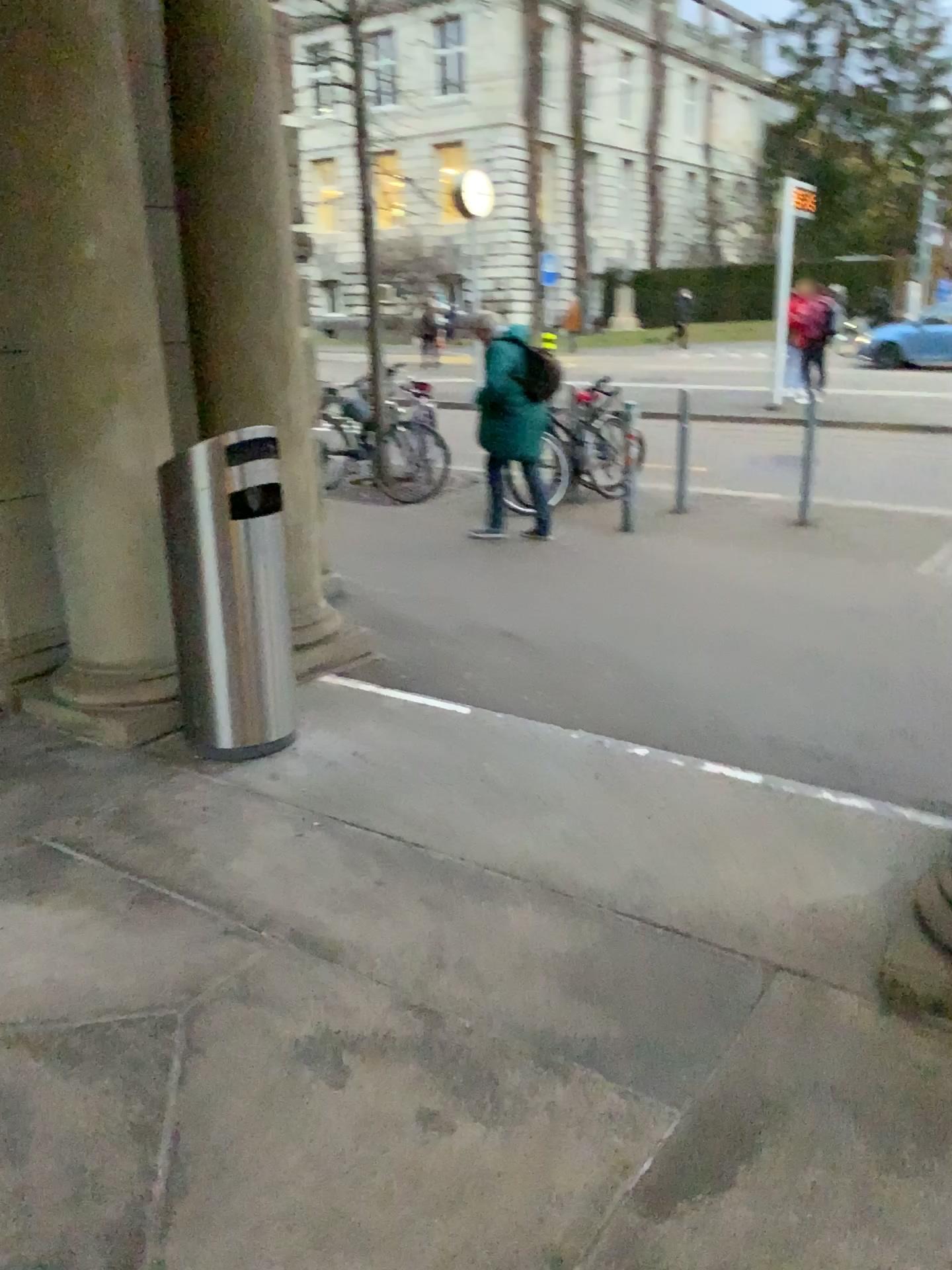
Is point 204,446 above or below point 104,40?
below

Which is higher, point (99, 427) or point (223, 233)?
point (223, 233)

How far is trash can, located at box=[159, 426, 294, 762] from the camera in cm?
321

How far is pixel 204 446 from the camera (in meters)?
3.20
